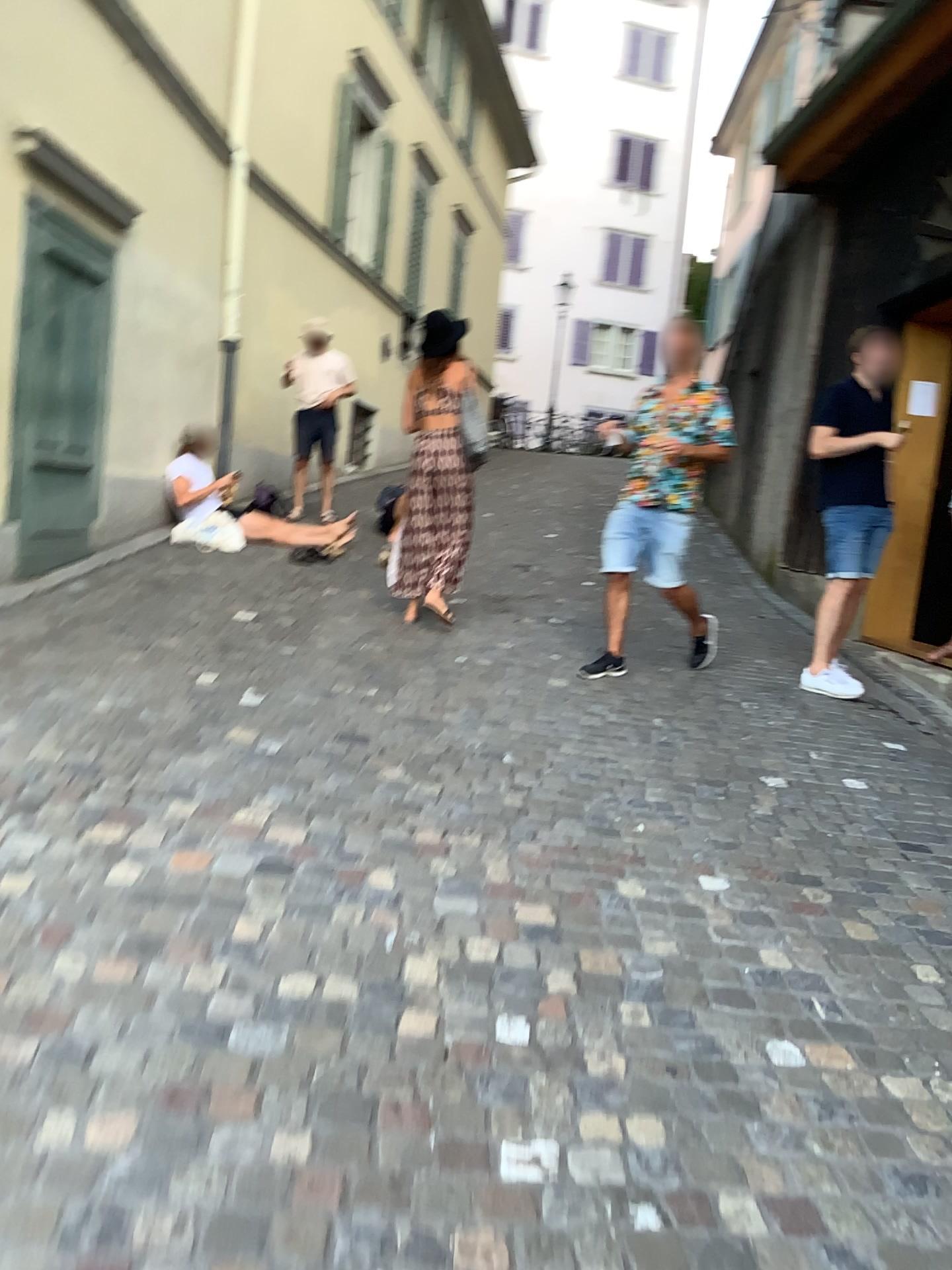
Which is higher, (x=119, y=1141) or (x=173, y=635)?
(x=173, y=635)
